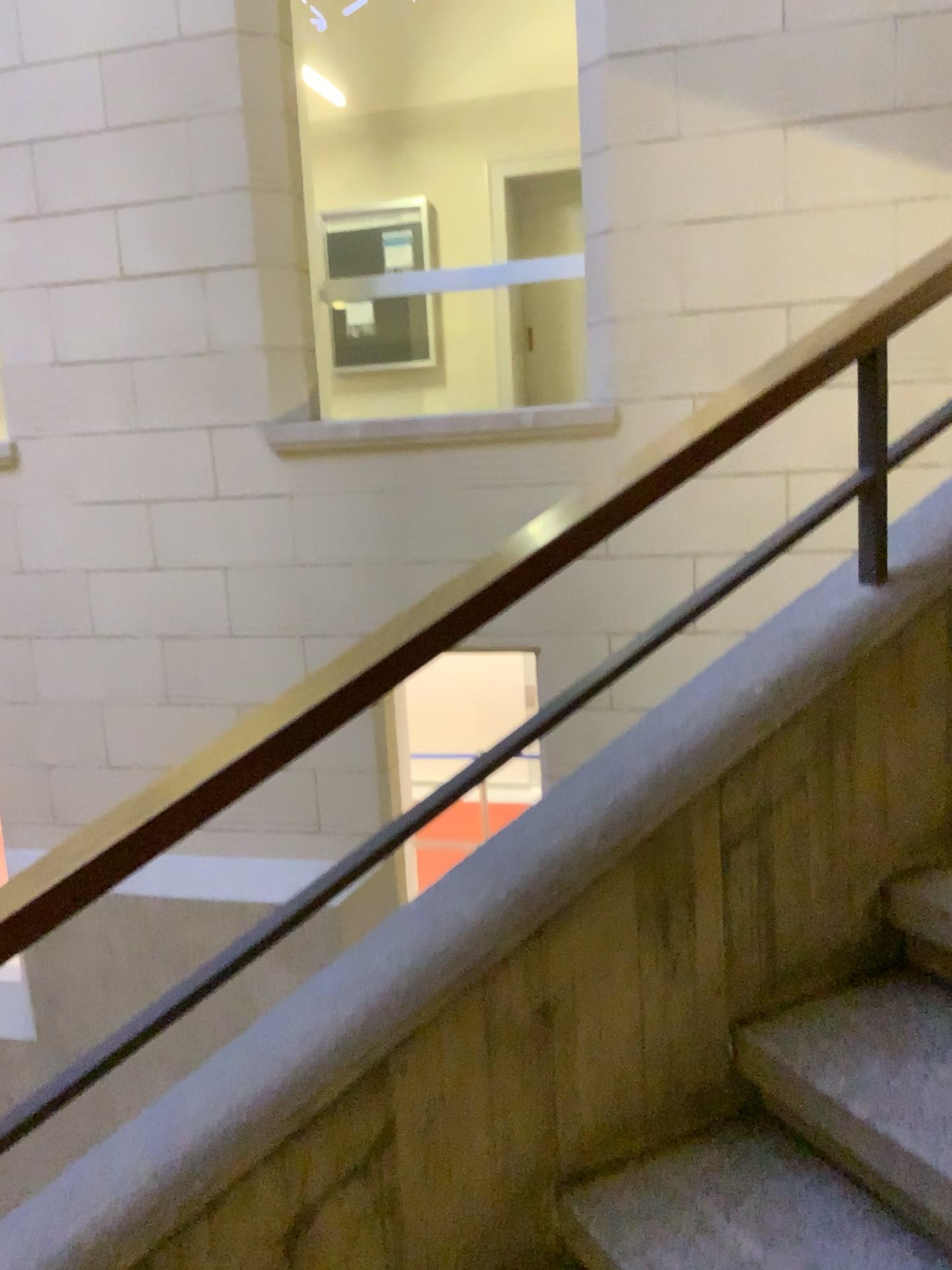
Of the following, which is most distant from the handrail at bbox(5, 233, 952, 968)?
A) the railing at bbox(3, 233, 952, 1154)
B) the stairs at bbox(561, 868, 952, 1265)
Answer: the stairs at bbox(561, 868, 952, 1265)

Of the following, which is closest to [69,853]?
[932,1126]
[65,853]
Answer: [65,853]

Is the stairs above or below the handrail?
below

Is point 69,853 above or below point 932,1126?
above

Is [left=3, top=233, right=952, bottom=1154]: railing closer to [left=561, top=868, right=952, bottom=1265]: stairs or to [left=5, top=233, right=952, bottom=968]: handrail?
[left=5, top=233, right=952, bottom=968]: handrail

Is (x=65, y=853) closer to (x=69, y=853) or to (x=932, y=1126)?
(x=69, y=853)

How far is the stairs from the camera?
1.3m

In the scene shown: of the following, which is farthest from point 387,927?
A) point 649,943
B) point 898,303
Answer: point 898,303
